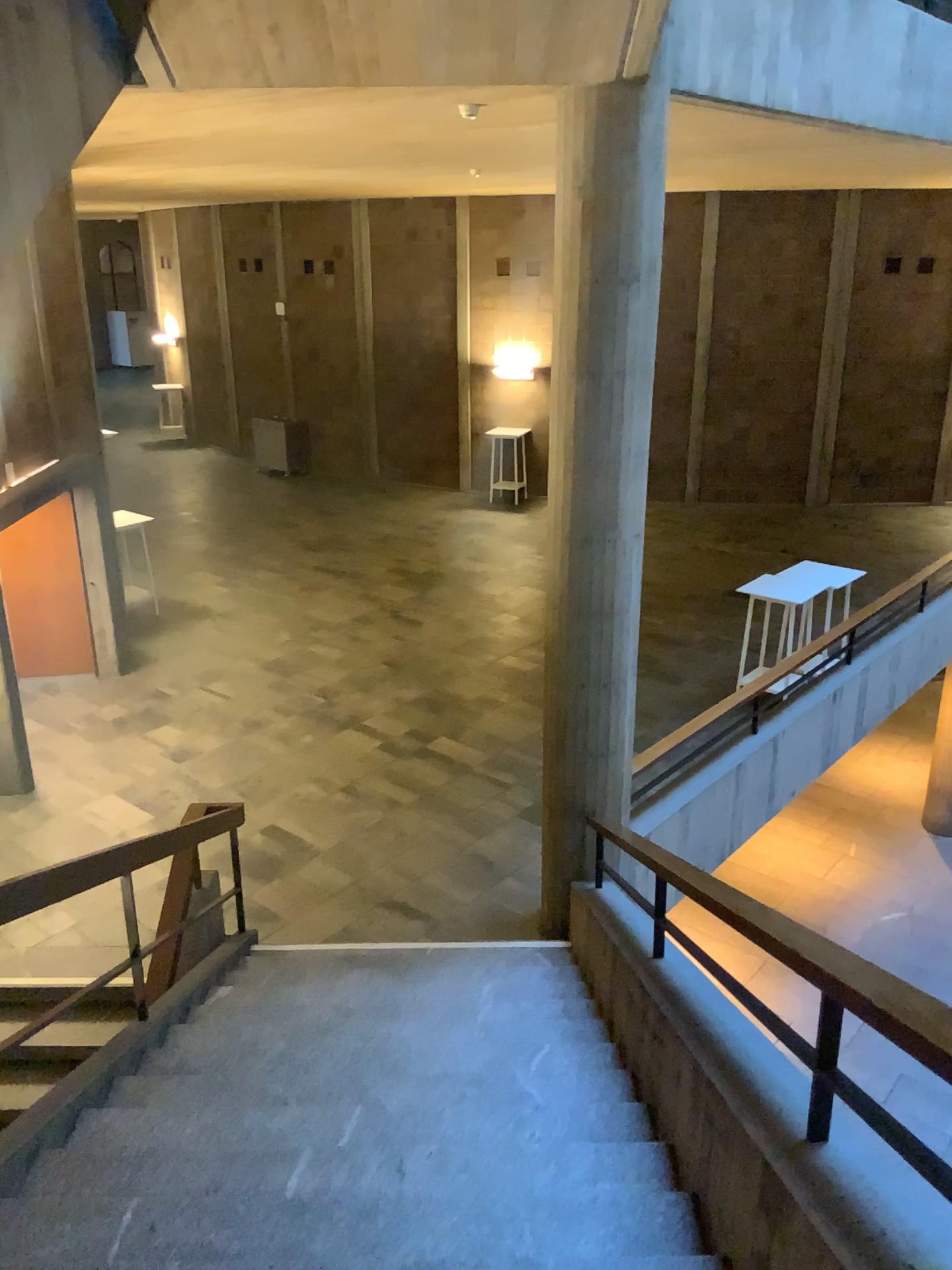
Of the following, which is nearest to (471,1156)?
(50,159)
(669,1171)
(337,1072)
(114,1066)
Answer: (669,1171)
